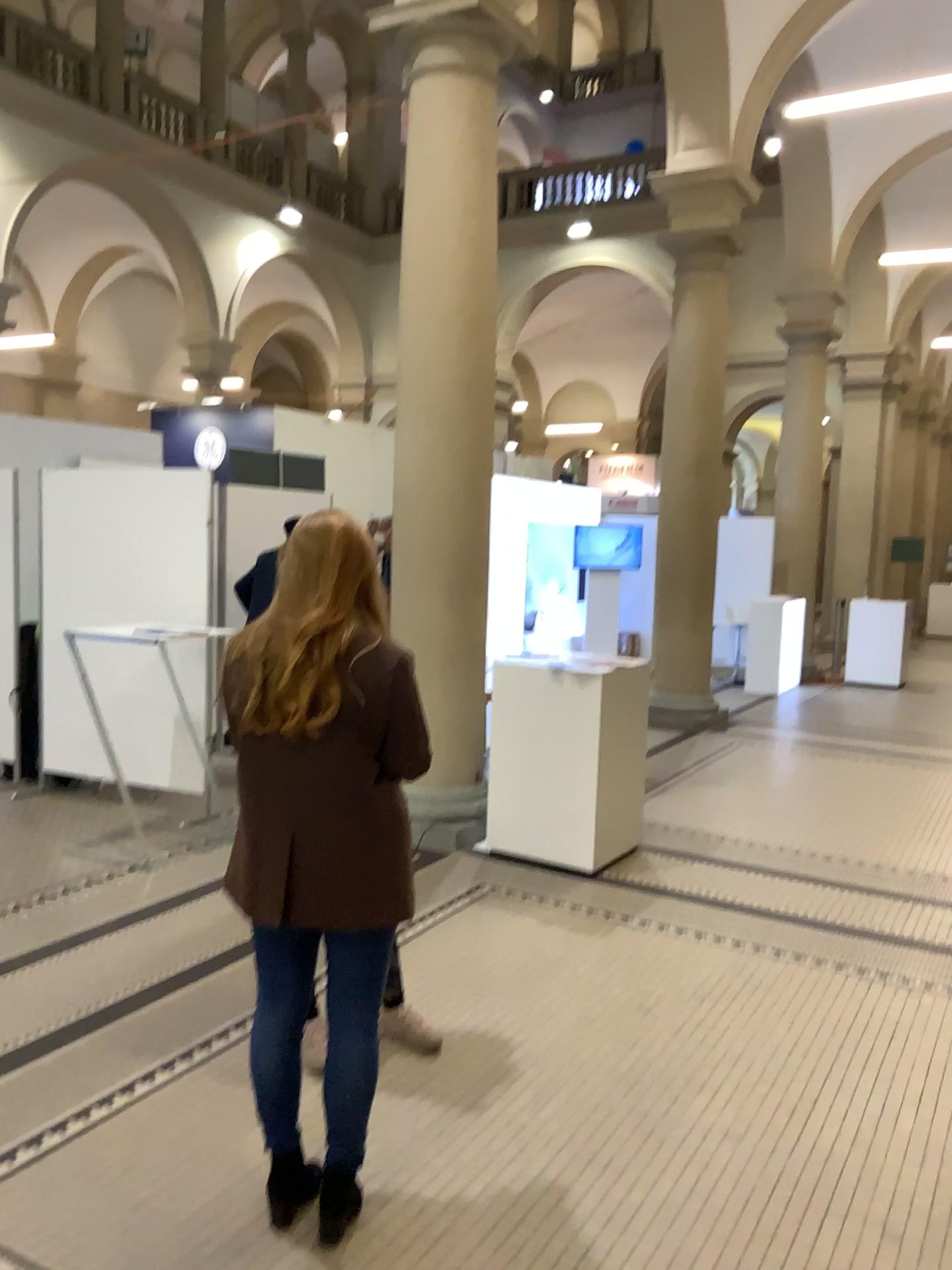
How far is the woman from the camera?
2.27m

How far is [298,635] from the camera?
2.3 meters

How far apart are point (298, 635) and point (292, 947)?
0.7m

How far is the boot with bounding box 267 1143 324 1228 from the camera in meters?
2.5 m

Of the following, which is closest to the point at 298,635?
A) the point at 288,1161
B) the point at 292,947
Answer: the point at 292,947

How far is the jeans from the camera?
2.39m

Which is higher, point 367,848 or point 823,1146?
point 367,848
